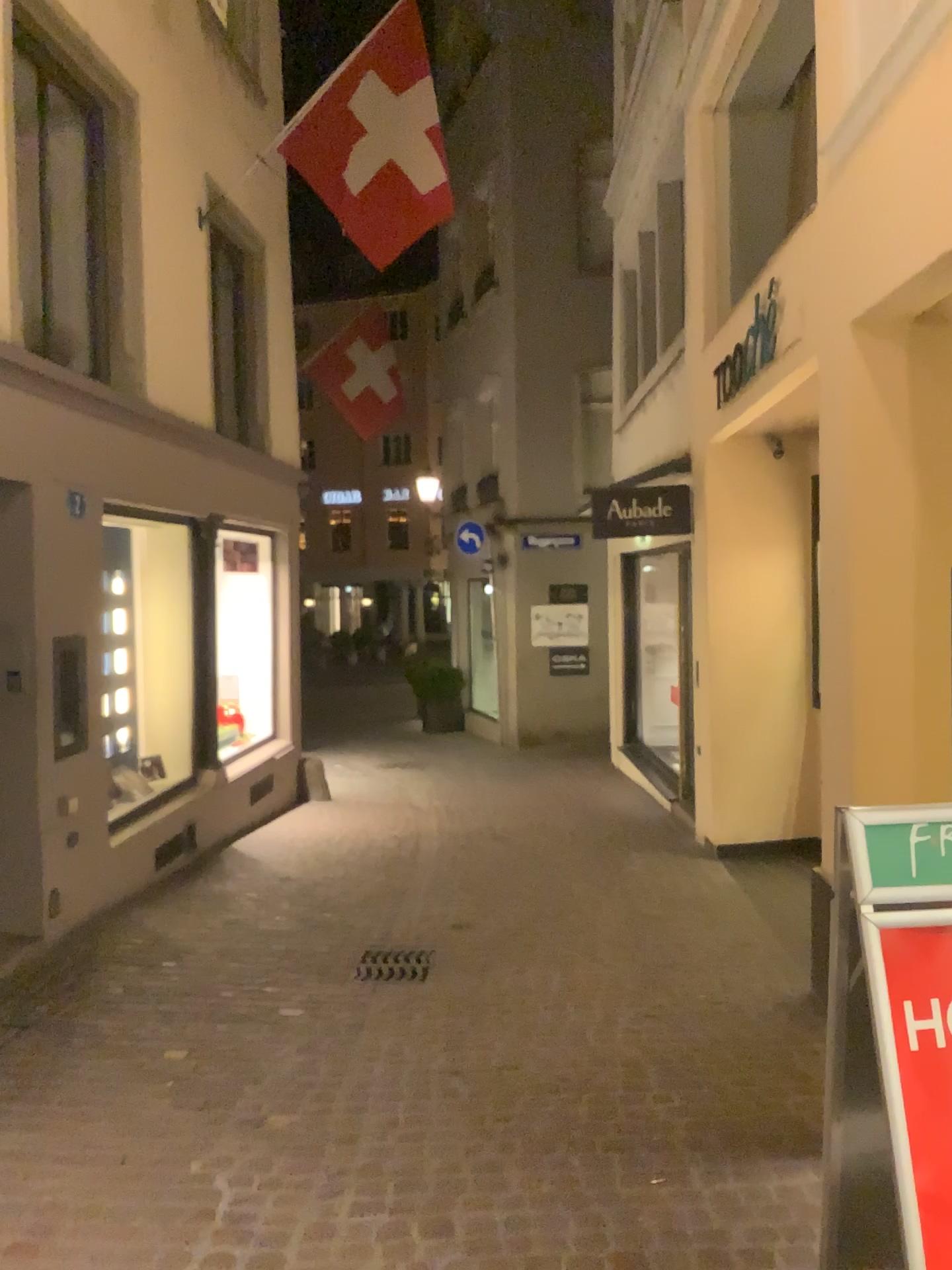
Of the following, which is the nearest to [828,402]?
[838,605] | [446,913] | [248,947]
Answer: [838,605]
